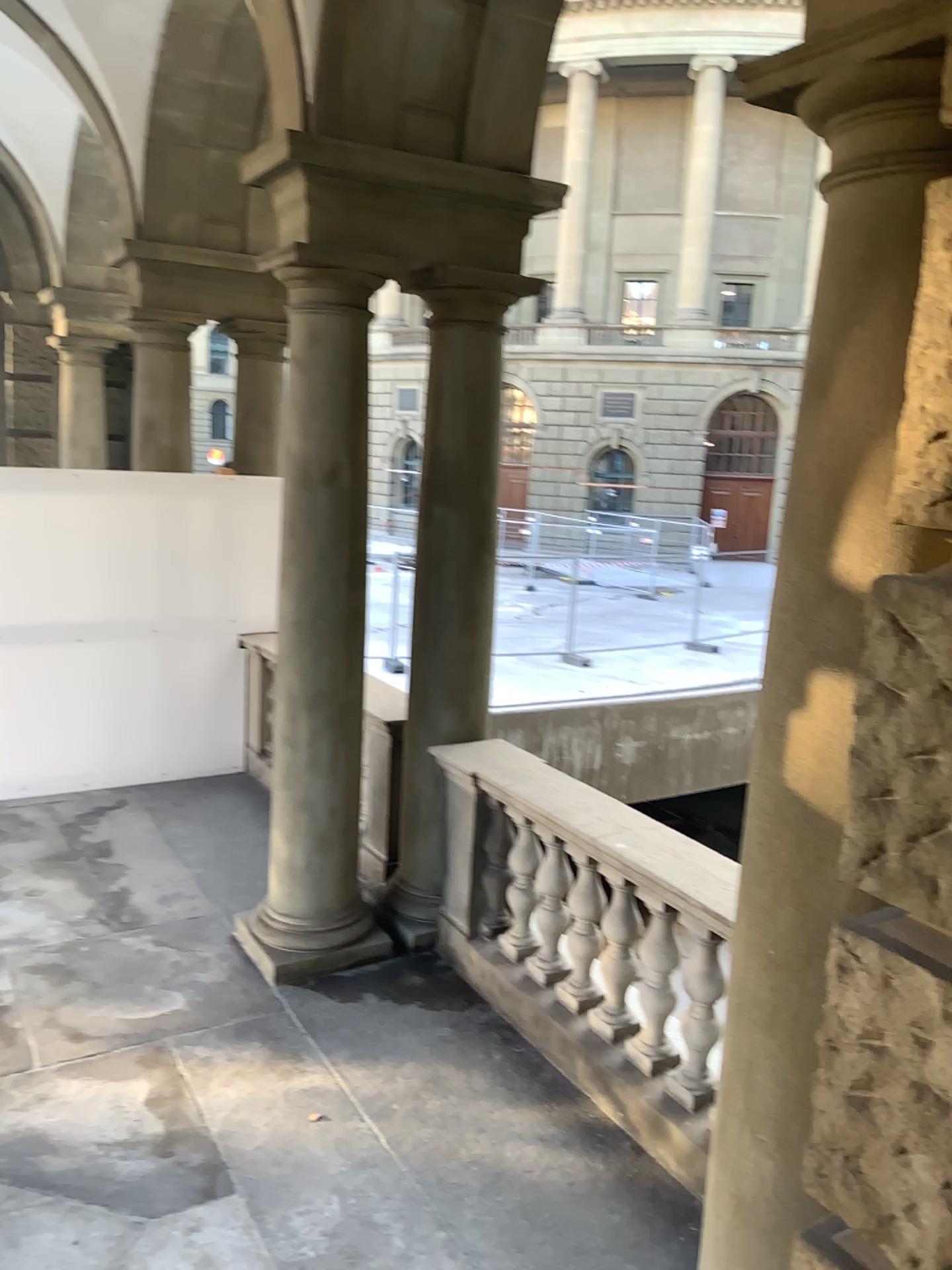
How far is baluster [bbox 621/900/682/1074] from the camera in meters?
3.7

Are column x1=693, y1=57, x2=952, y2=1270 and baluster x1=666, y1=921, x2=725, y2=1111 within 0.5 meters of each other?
no

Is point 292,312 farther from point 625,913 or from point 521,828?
point 625,913

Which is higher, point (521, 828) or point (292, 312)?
point (292, 312)

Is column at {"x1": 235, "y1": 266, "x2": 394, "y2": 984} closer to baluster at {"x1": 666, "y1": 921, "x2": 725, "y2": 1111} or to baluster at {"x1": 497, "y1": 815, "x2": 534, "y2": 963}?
baluster at {"x1": 497, "y1": 815, "x2": 534, "y2": 963}

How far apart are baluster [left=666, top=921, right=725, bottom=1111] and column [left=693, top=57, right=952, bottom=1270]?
A: 1.3 meters

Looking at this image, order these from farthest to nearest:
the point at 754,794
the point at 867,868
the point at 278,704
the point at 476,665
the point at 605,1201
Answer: the point at 476,665, the point at 278,704, the point at 605,1201, the point at 754,794, the point at 867,868

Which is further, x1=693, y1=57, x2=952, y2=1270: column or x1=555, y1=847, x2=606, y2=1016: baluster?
x1=555, y1=847, x2=606, y2=1016: baluster

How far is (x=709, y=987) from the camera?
3.58m

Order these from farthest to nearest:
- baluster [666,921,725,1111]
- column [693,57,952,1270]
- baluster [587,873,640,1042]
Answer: baluster [587,873,640,1042]
baluster [666,921,725,1111]
column [693,57,952,1270]
